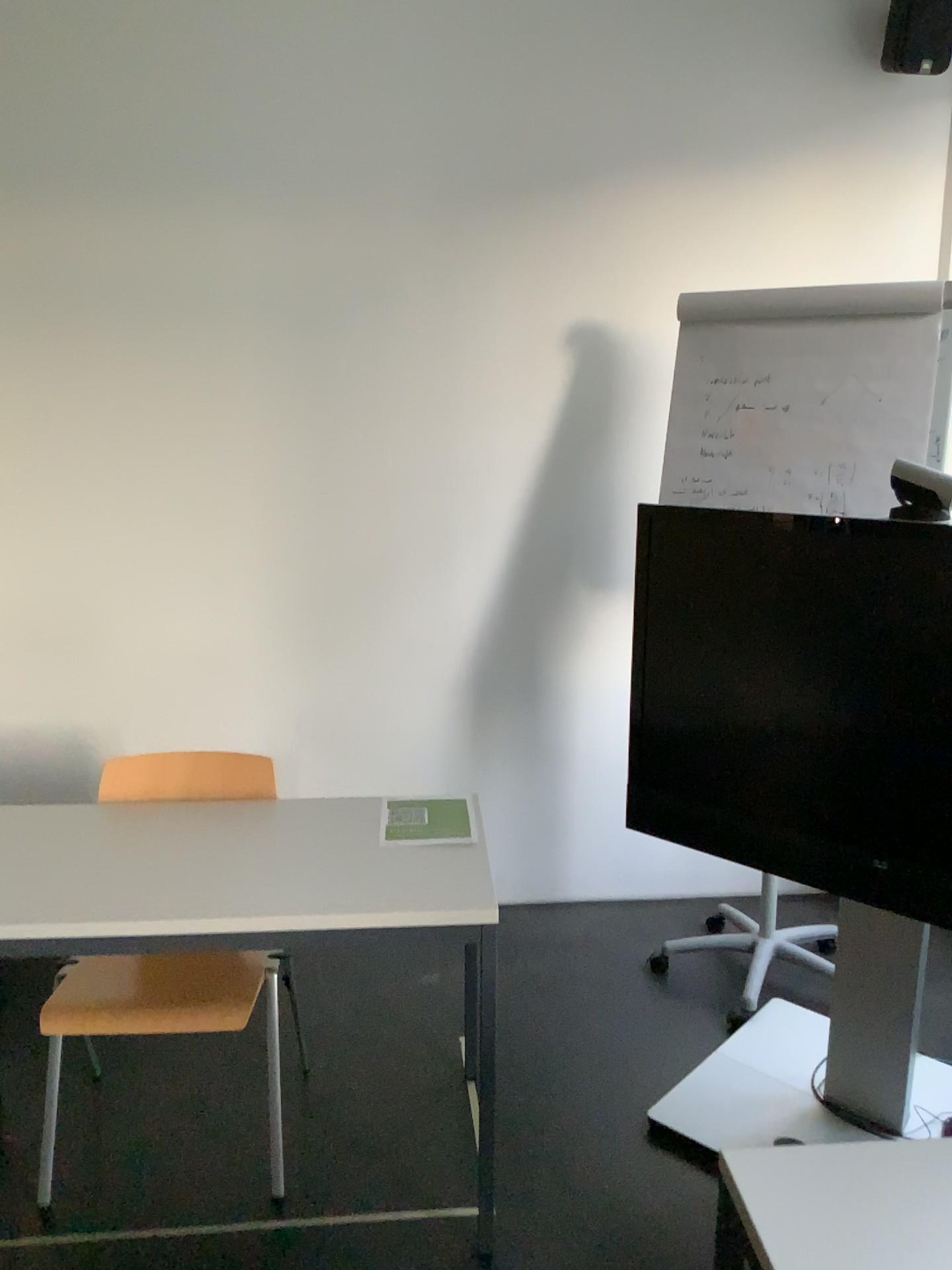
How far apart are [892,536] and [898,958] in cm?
92

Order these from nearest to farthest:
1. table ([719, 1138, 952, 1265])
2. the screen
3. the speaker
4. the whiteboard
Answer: table ([719, 1138, 952, 1265]) → the screen → the whiteboard → the speaker

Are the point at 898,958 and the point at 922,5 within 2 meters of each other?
no

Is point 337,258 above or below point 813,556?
above

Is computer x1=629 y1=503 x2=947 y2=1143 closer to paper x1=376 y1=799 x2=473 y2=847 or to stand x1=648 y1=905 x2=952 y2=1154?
stand x1=648 y1=905 x2=952 y2=1154

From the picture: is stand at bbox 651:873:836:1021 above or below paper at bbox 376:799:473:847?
below

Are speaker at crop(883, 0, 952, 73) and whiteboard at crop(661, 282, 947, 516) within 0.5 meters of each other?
no

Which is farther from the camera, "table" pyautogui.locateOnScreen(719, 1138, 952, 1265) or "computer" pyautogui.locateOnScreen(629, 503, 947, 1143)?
"computer" pyautogui.locateOnScreen(629, 503, 947, 1143)

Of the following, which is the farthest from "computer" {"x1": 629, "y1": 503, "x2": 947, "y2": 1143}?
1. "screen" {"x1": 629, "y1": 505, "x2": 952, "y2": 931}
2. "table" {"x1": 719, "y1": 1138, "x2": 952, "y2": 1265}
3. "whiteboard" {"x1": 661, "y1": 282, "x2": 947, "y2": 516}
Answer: "table" {"x1": 719, "y1": 1138, "x2": 952, "y2": 1265}

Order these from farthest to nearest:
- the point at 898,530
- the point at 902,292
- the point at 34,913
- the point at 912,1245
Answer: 1. the point at 902,292
2. the point at 898,530
3. the point at 34,913
4. the point at 912,1245
